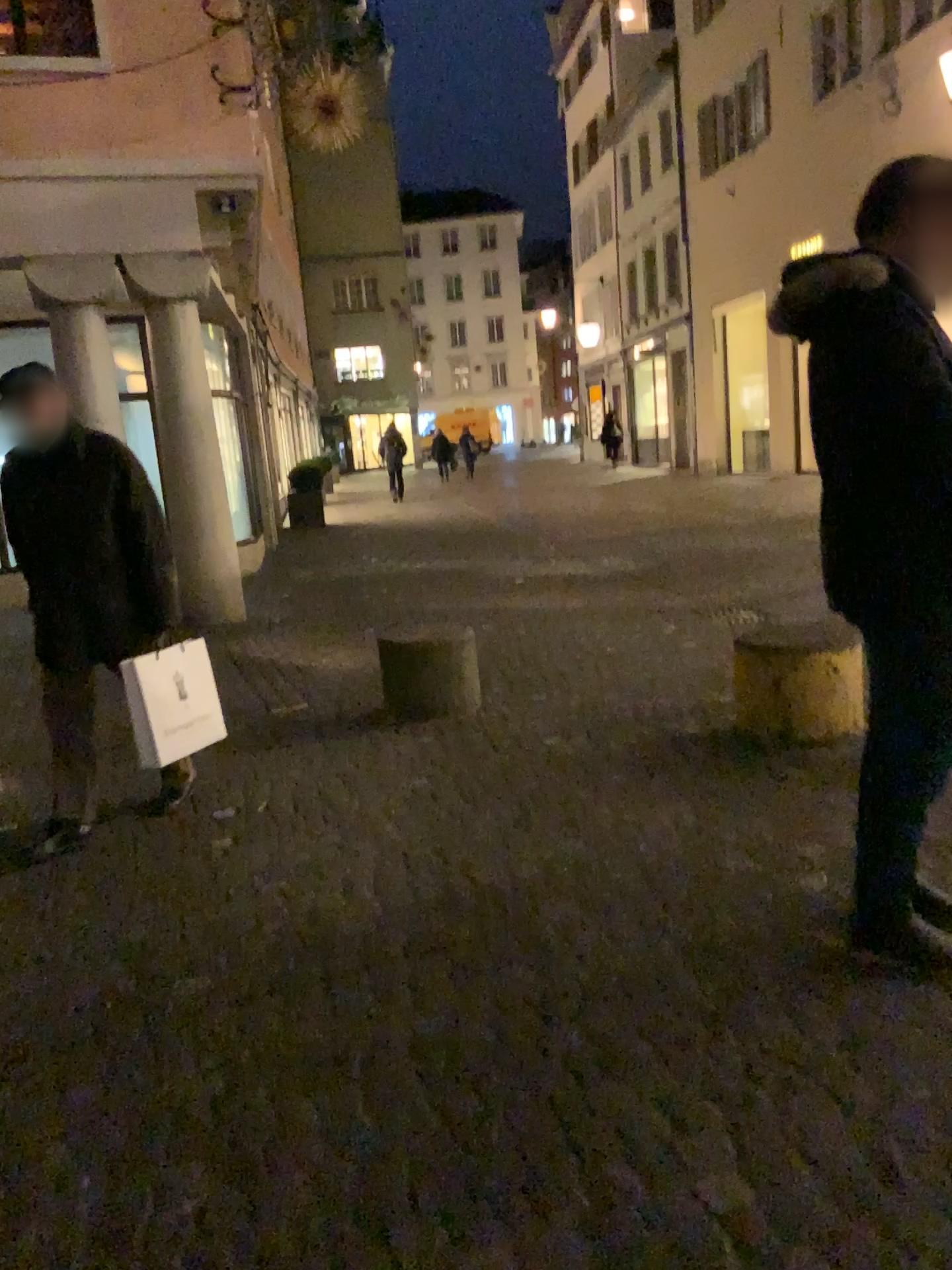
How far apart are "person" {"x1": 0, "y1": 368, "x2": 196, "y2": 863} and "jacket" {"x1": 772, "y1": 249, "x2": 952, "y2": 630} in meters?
2.5

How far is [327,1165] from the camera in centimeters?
187cm

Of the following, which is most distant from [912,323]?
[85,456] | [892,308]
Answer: [85,456]

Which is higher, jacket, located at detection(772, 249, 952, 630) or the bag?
jacket, located at detection(772, 249, 952, 630)

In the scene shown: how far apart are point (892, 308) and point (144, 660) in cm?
285

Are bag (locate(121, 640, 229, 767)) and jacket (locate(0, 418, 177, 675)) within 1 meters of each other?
yes

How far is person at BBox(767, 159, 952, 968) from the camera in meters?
2.1 m

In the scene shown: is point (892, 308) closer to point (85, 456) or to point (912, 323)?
point (912, 323)

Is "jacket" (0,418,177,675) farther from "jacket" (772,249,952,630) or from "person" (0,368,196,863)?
"jacket" (772,249,952,630)

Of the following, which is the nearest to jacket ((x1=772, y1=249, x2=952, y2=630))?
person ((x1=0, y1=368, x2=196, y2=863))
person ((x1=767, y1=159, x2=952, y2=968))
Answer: person ((x1=767, y1=159, x2=952, y2=968))
